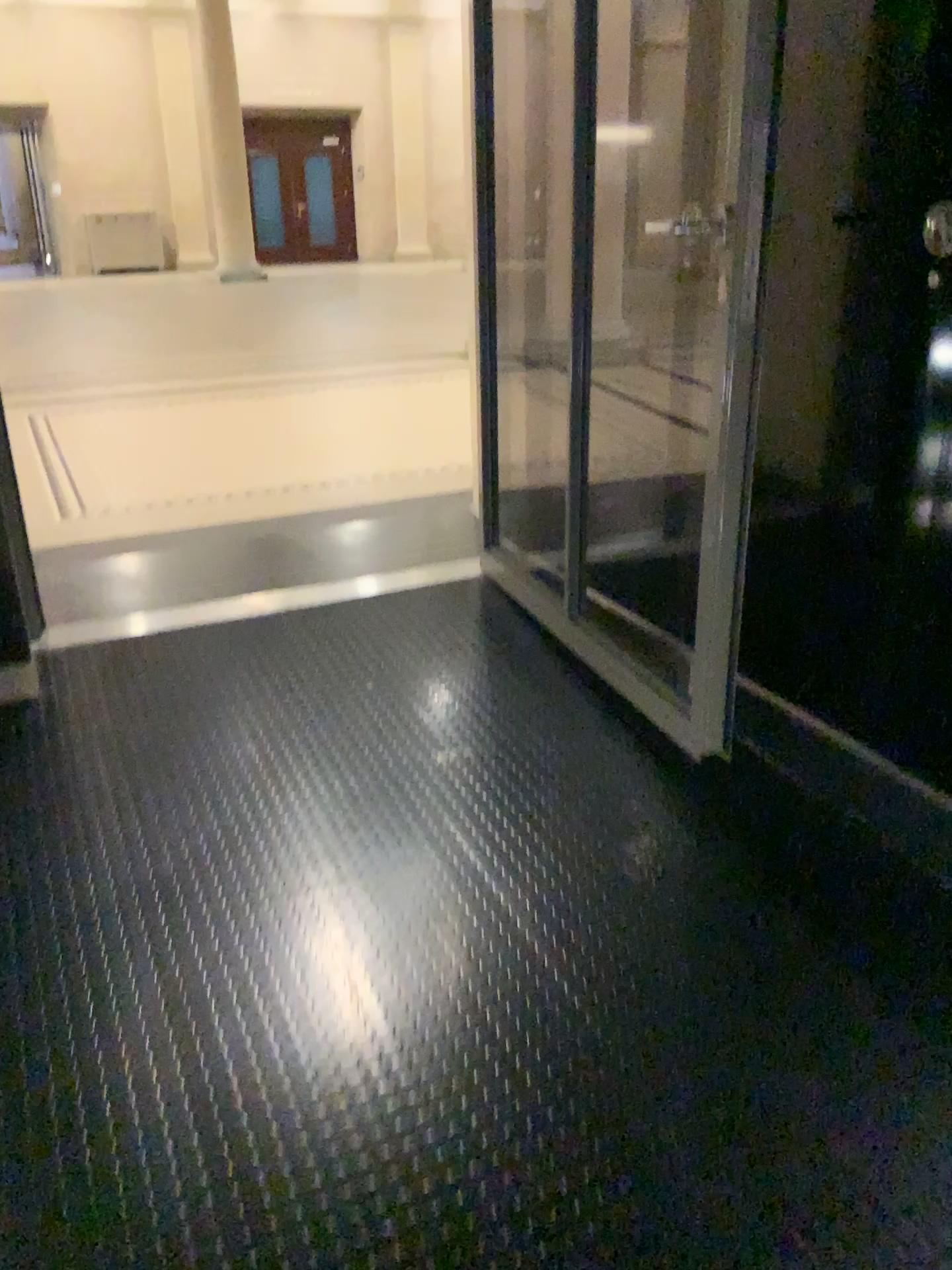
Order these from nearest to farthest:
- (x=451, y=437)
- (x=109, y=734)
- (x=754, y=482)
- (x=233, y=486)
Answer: (x=754, y=482), (x=109, y=734), (x=233, y=486), (x=451, y=437)
